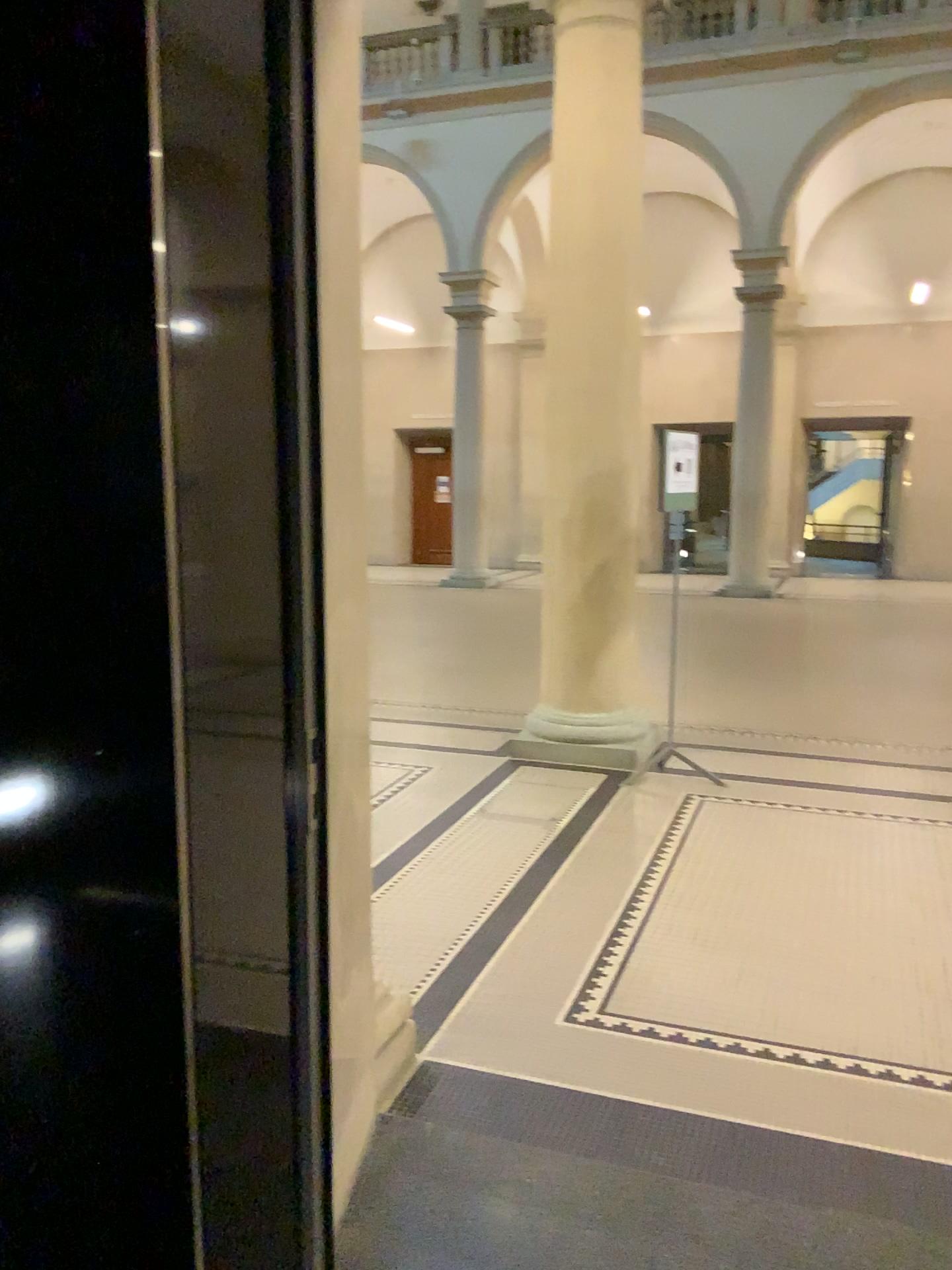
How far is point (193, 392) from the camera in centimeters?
154cm

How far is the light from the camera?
1.6 meters

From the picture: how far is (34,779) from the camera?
1.6 meters
